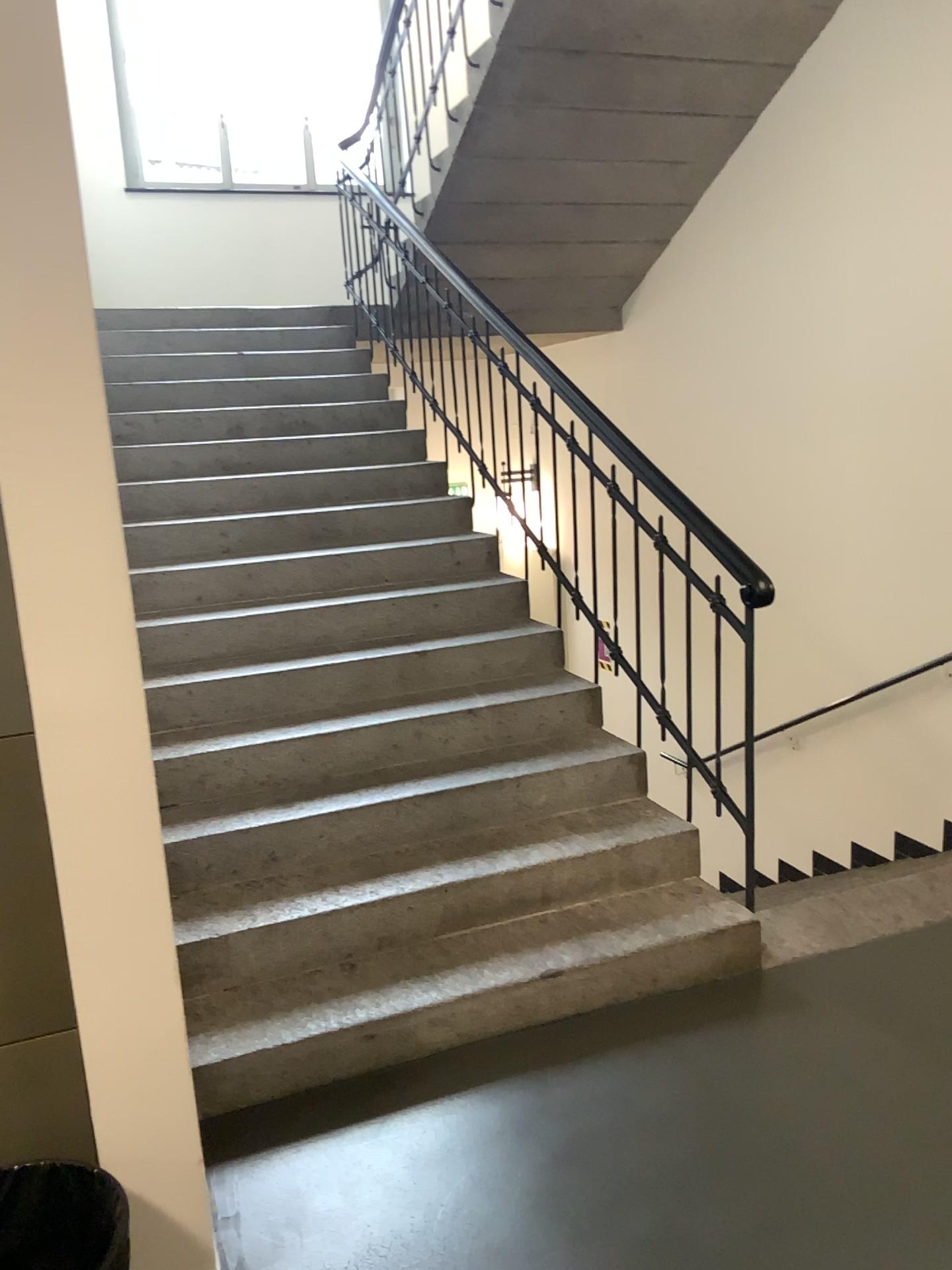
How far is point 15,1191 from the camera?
1.67m

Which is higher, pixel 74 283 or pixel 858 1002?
pixel 74 283

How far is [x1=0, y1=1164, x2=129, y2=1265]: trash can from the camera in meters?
1.7 m
